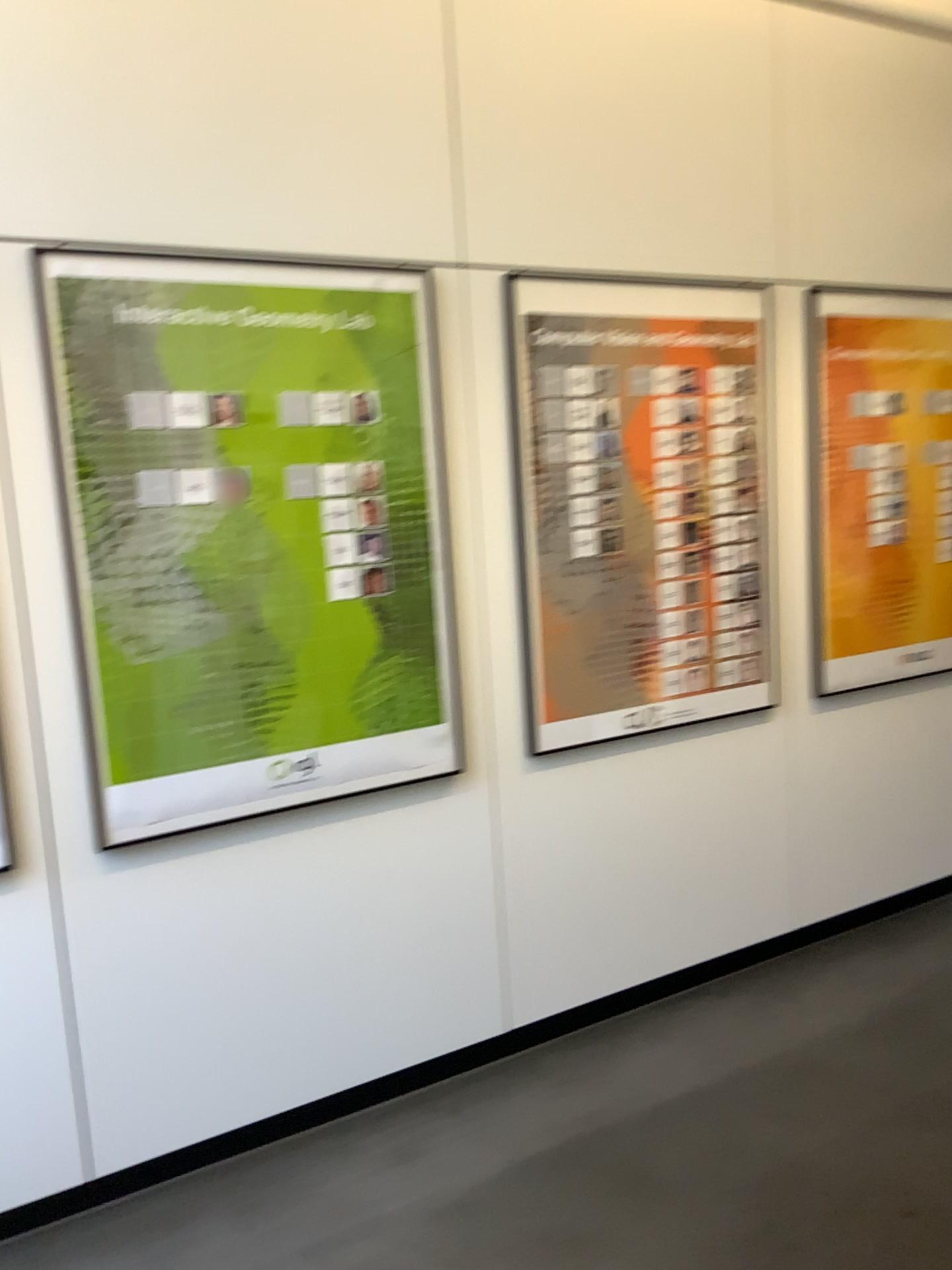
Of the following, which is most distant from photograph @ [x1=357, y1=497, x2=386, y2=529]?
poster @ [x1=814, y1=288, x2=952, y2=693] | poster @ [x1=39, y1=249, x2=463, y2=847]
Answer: poster @ [x1=814, y1=288, x2=952, y2=693]

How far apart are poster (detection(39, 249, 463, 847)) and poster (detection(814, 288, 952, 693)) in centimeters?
136cm

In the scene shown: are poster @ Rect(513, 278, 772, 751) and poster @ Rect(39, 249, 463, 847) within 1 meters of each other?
yes

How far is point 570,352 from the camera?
2.8 meters

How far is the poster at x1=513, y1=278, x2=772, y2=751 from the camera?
2.83m

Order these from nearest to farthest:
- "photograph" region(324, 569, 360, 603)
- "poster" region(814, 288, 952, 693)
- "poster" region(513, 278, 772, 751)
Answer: "photograph" region(324, 569, 360, 603)
"poster" region(513, 278, 772, 751)
"poster" region(814, 288, 952, 693)

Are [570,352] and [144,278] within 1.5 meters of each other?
yes

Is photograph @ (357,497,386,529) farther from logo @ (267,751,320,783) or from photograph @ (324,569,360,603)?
logo @ (267,751,320,783)

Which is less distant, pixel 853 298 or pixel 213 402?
pixel 213 402

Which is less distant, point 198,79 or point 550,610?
point 198,79
